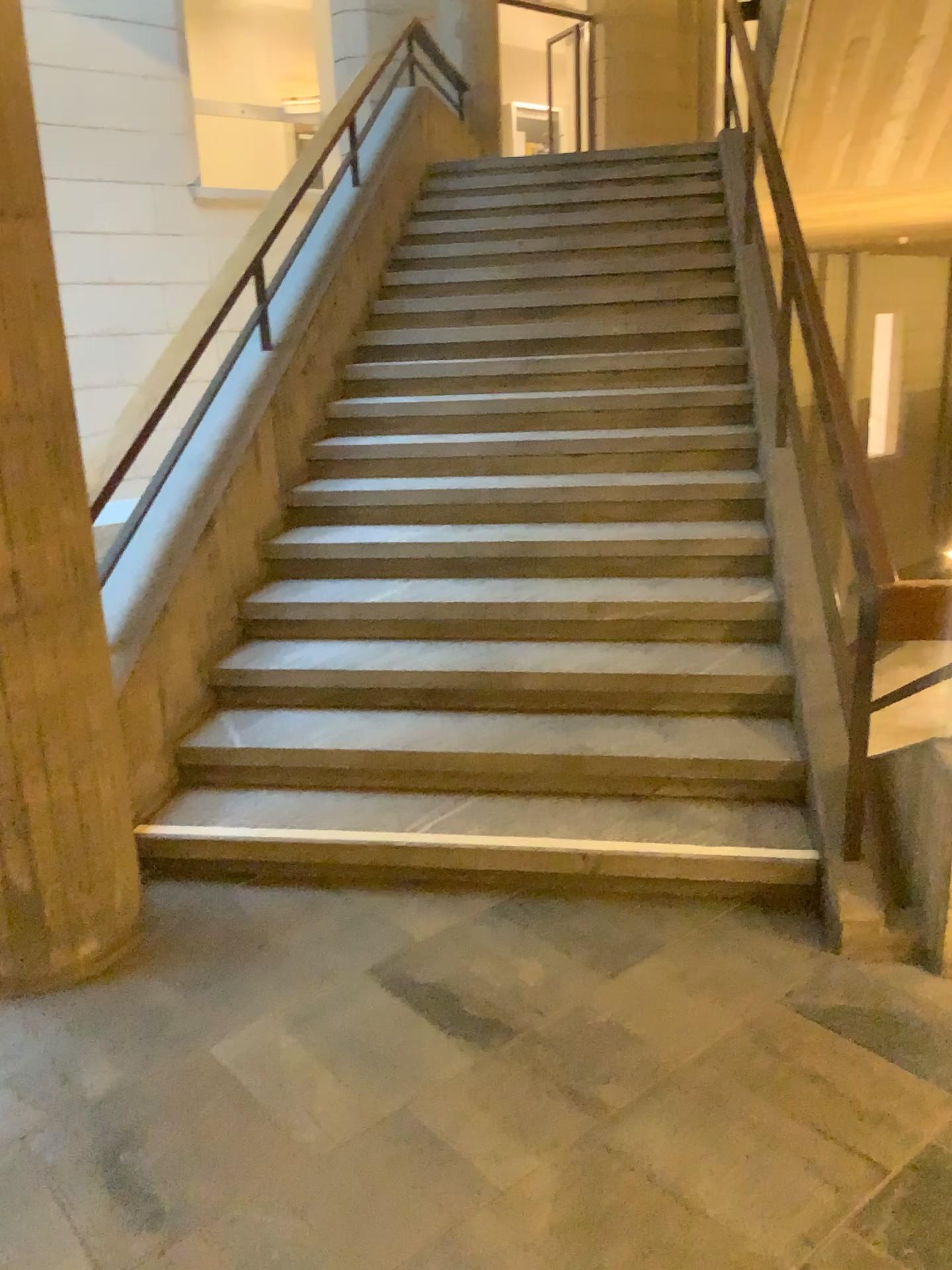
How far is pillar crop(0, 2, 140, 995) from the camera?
2.3 meters

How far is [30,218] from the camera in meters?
2.3 m

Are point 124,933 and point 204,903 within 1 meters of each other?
yes
